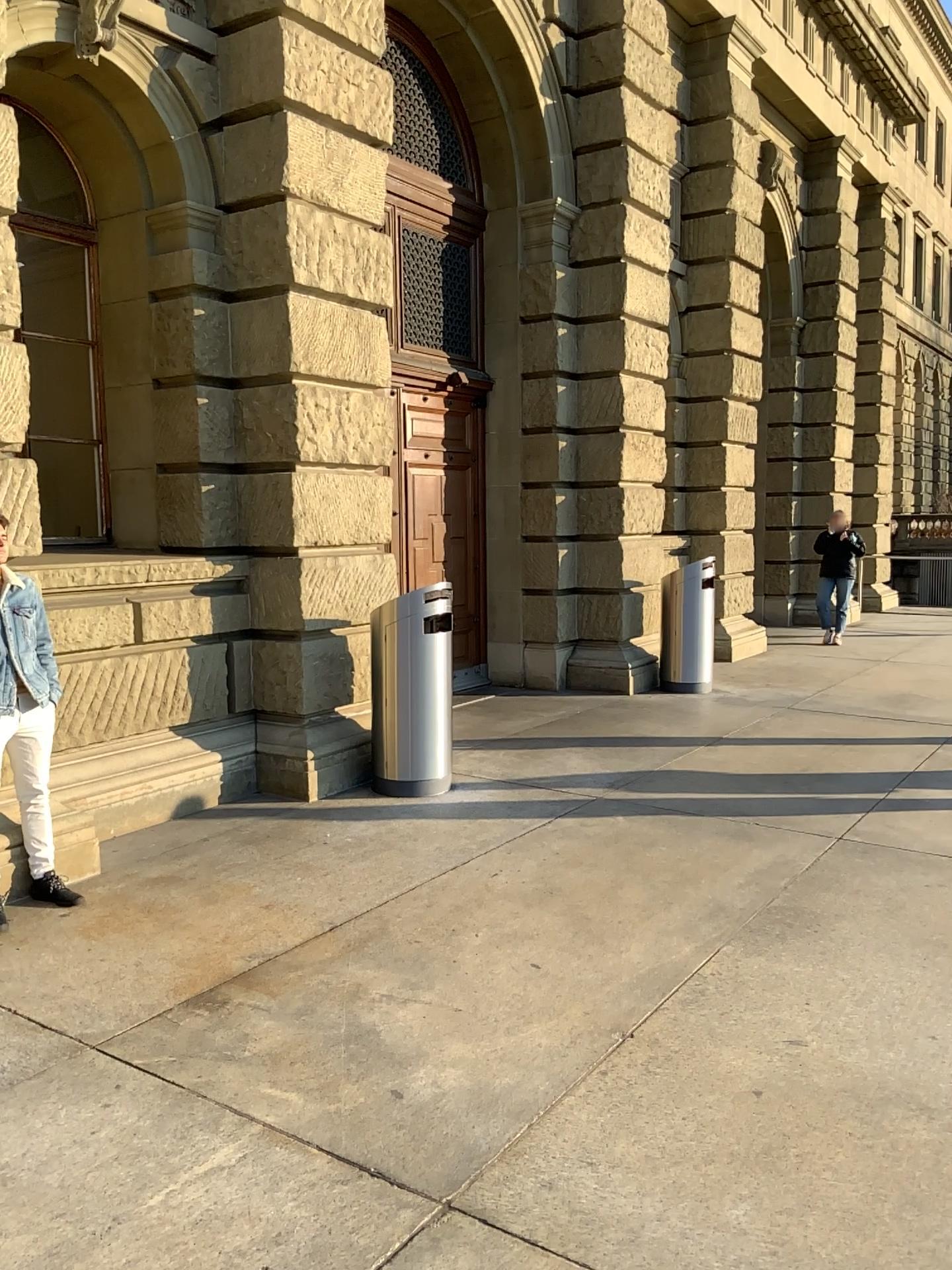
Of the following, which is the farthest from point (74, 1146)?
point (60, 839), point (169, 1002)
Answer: point (60, 839)
